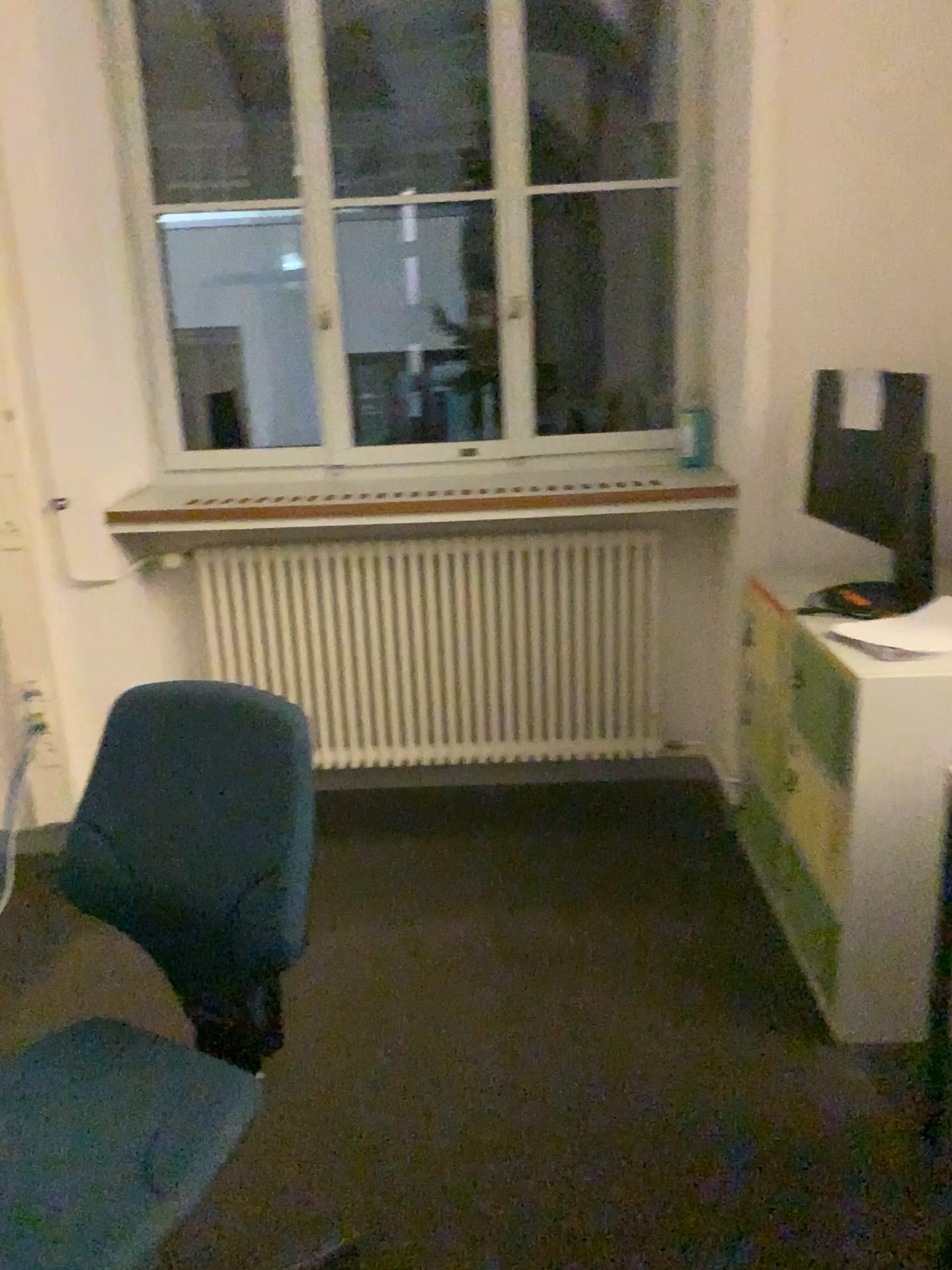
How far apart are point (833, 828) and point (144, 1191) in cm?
152

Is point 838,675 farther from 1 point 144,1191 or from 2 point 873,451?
1 point 144,1191

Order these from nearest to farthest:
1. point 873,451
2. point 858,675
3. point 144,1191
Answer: point 144,1191
point 858,675
point 873,451

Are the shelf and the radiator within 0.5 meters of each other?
yes

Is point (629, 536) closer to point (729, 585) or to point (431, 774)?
point (729, 585)

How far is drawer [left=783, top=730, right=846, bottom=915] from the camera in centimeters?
220cm

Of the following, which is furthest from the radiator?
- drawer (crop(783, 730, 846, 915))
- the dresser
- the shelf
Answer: drawer (crop(783, 730, 846, 915))

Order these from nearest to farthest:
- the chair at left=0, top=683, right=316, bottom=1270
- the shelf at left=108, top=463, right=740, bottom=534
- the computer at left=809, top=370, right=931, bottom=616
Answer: the chair at left=0, top=683, right=316, bottom=1270, the computer at left=809, top=370, right=931, bottom=616, the shelf at left=108, top=463, right=740, bottom=534

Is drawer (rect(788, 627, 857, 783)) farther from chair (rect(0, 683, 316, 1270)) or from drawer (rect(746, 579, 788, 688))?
chair (rect(0, 683, 316, 1270))

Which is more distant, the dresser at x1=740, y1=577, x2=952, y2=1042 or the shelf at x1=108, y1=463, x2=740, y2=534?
the shelf at x1=108, y1=463, x2=740, y2=534
